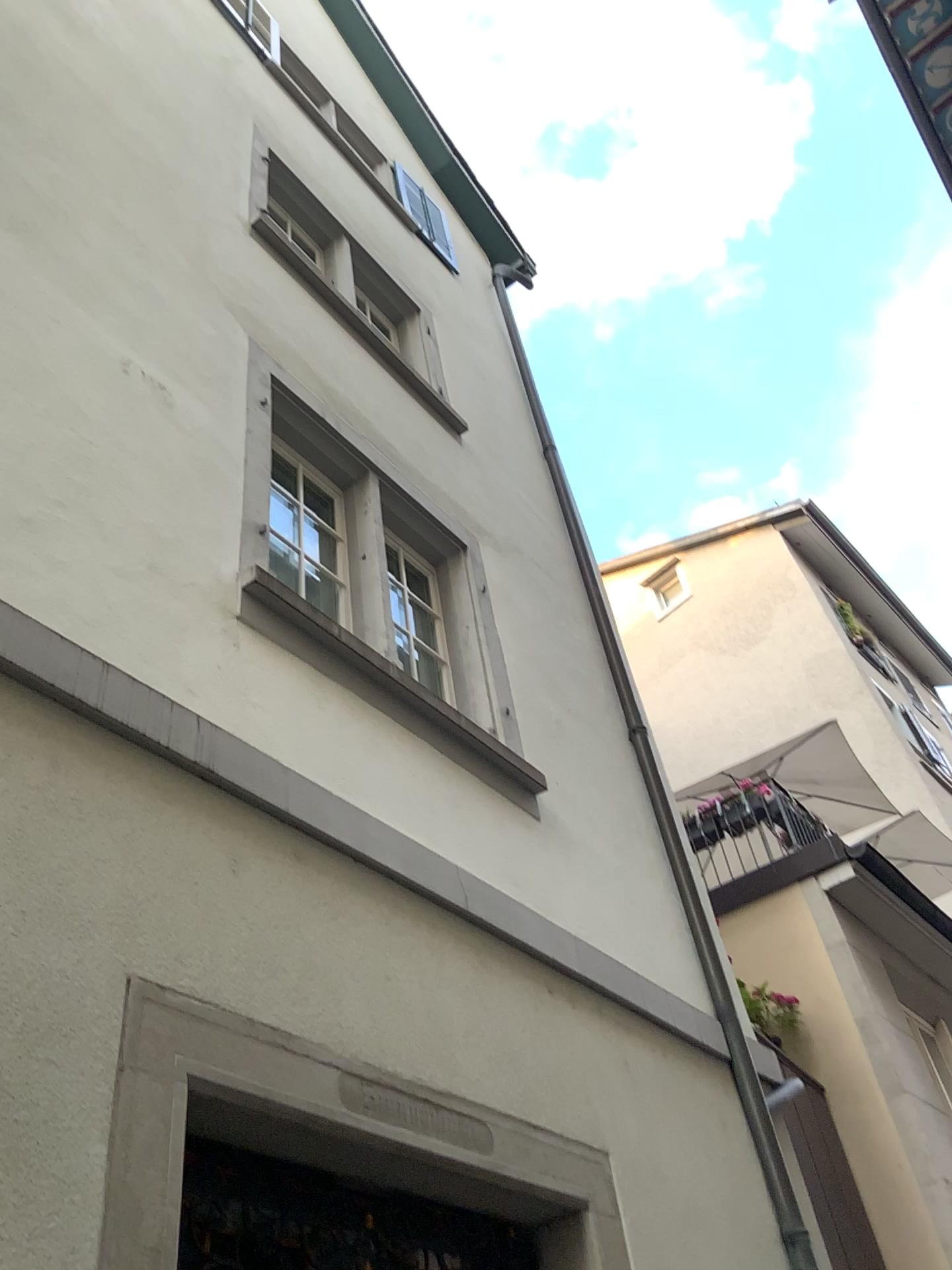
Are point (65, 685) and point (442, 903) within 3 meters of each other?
yes
